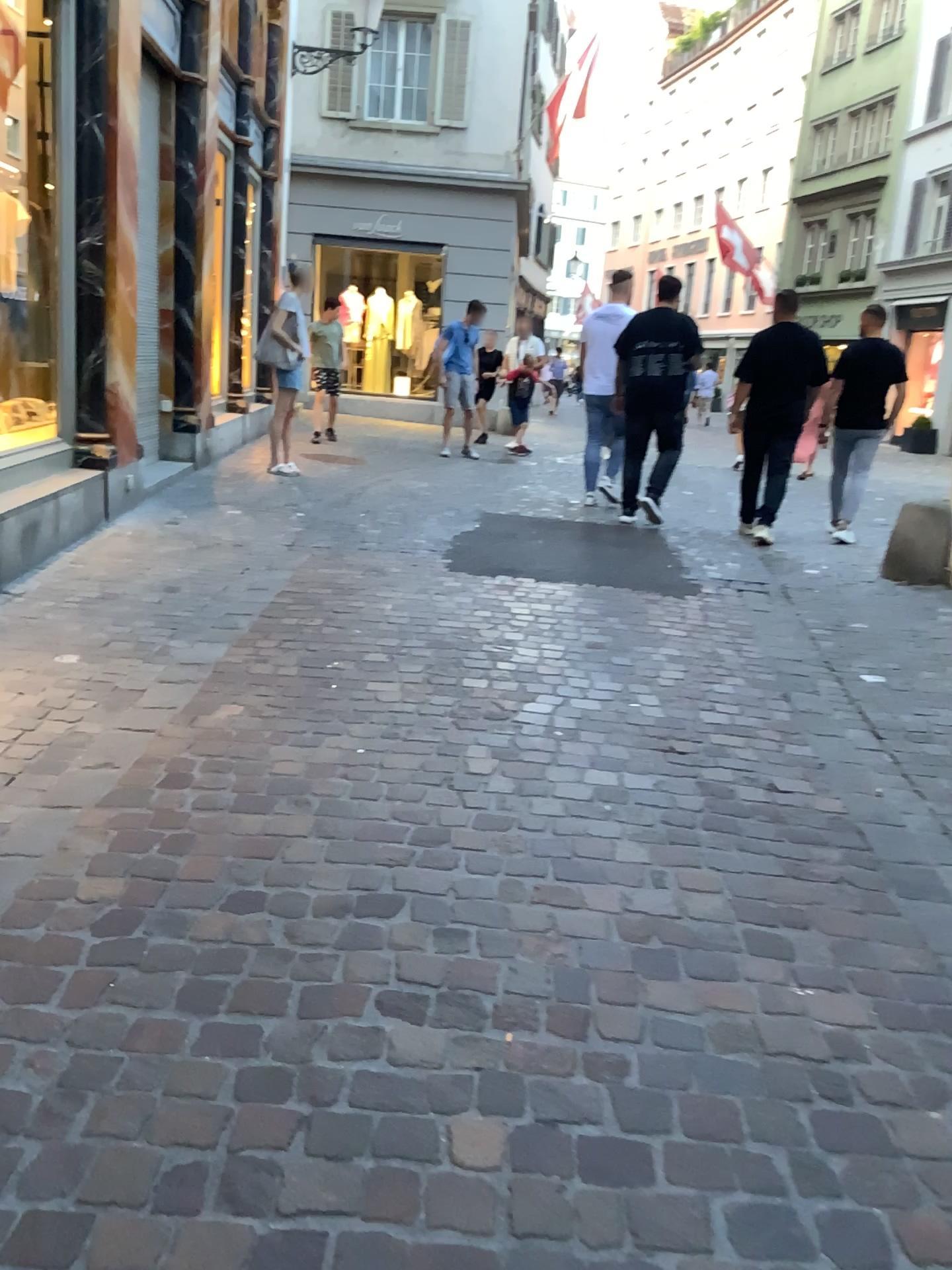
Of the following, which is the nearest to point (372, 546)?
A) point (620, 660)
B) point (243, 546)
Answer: point (243, 546)
